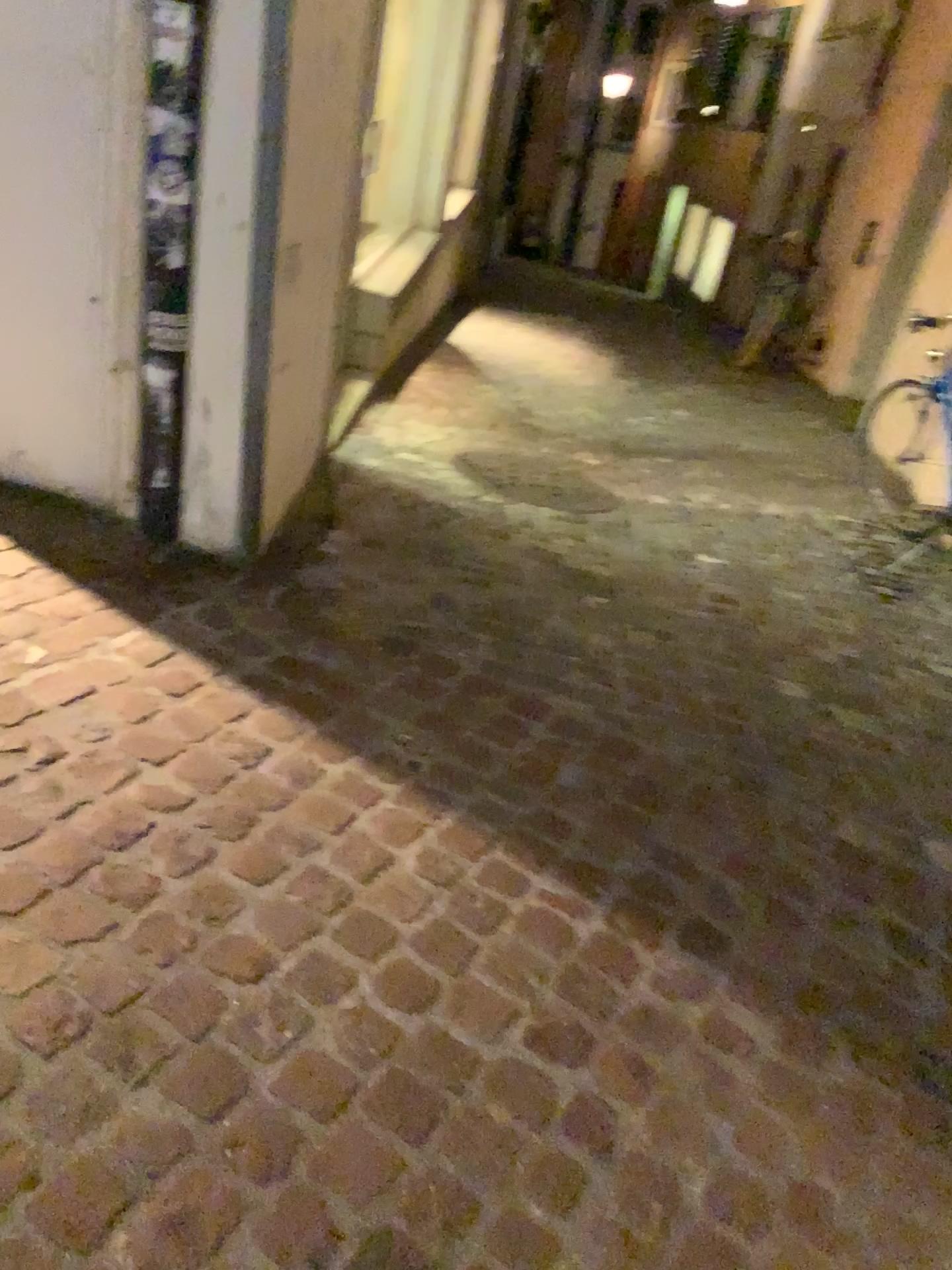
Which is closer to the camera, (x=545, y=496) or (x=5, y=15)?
(x=5, y=15)

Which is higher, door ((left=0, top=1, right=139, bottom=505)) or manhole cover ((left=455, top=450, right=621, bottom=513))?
door ((left=0, top=1, right=139, bottom=505))

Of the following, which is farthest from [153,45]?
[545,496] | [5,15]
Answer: [545,496]

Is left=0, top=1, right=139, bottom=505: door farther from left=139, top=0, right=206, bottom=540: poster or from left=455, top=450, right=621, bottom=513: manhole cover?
left=455, top=450, right=621, bottom=513: manhole cover

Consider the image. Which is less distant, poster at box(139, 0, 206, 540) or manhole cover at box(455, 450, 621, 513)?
poster at box(139, 0, 206, 540)

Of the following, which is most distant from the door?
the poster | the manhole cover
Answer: the manhole cover

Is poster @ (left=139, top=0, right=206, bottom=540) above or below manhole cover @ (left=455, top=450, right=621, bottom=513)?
above

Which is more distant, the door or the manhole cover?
the manhole cover

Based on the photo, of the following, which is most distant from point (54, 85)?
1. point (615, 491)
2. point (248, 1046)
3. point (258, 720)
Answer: point (615, 491)

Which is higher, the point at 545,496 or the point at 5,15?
the point at 5,15
